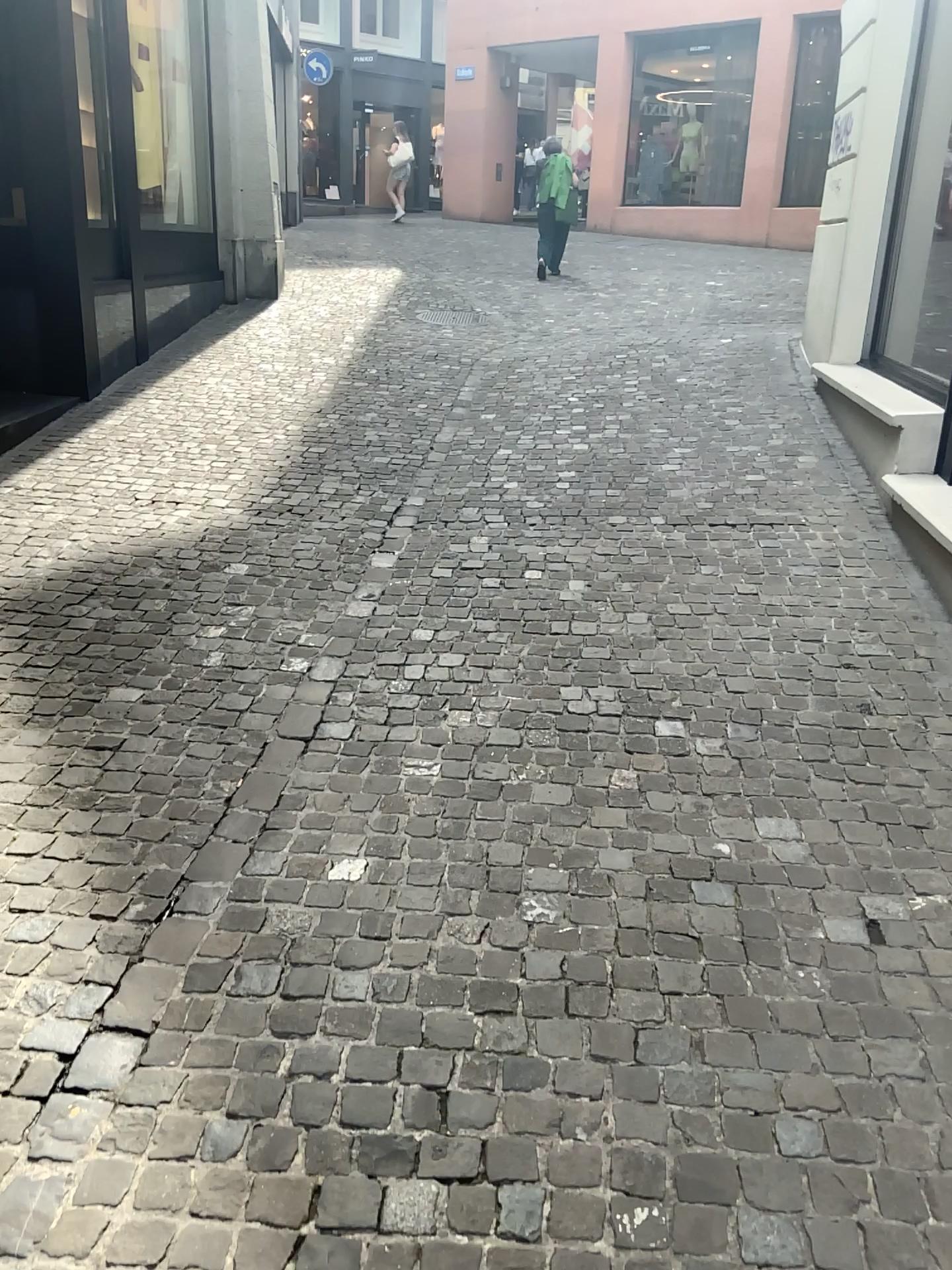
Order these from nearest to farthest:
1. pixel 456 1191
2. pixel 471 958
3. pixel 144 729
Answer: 1. pixel 456 1191
2. pixel 471 958
3. pixel 144 729
